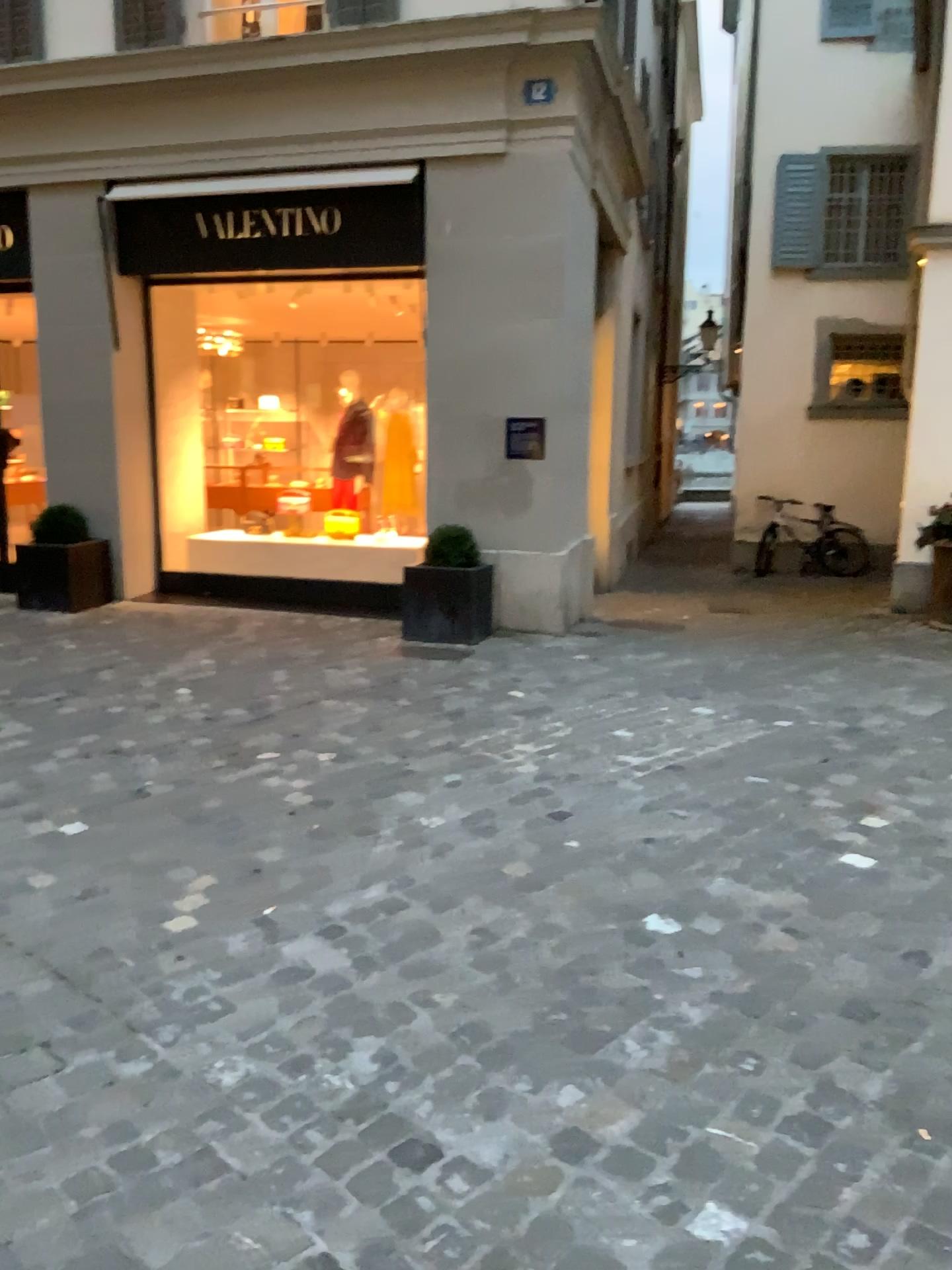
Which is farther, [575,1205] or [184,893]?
[184,893]
